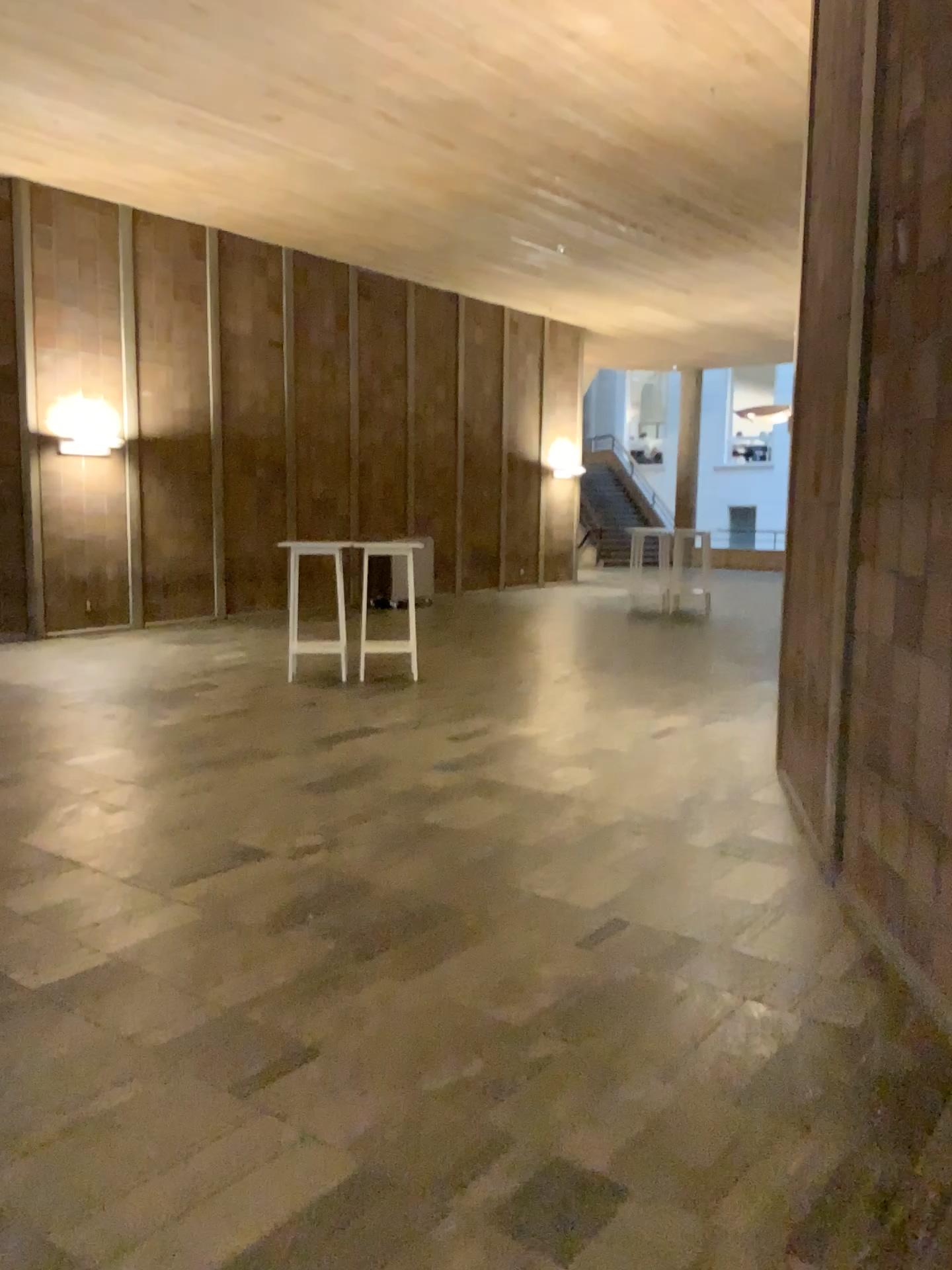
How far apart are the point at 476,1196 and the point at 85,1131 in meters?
1.0 m
